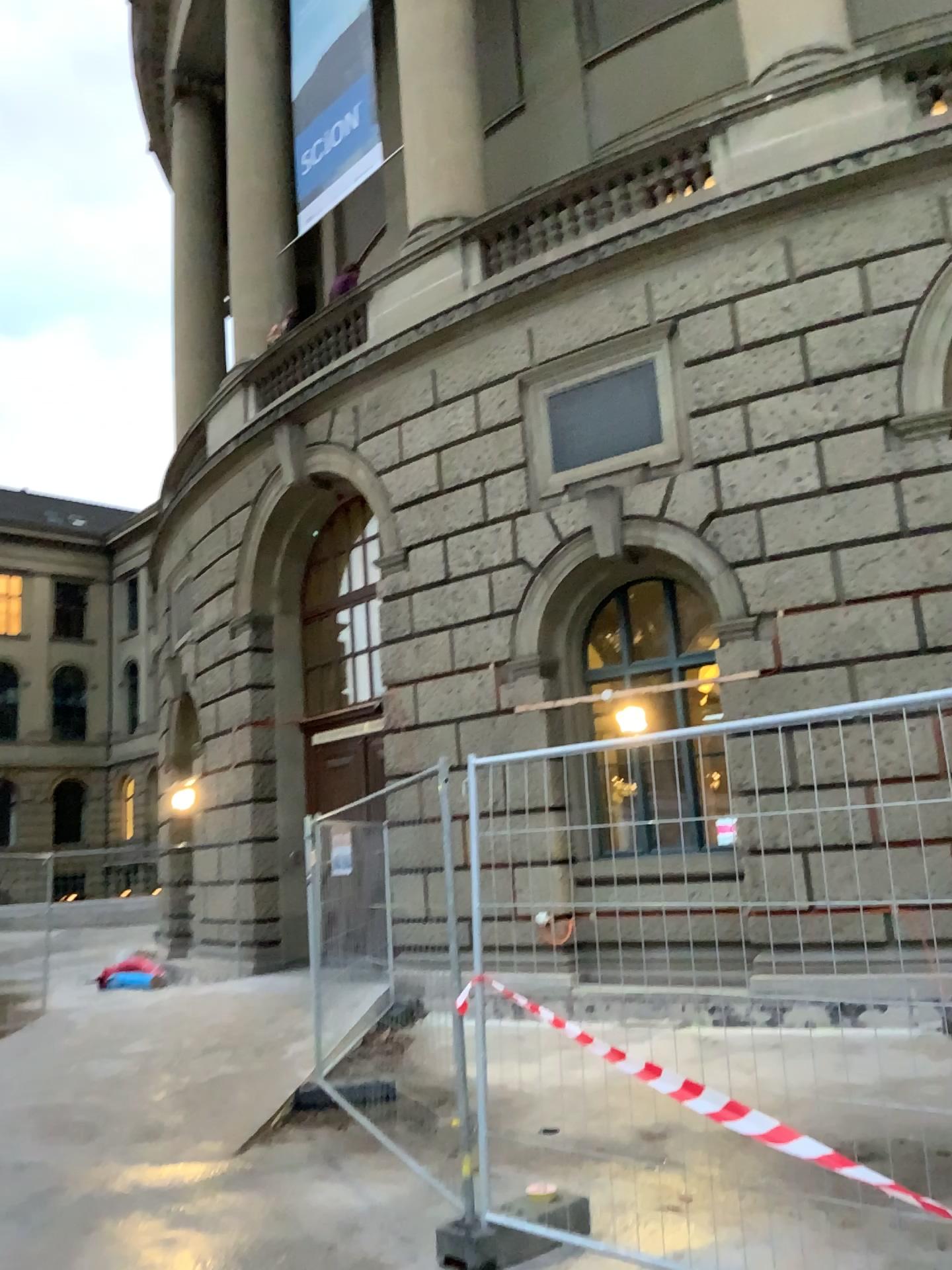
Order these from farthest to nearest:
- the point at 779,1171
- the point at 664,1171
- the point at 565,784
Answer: the point at 565,784 → the point at 664,1171 → the point at 779,1171
